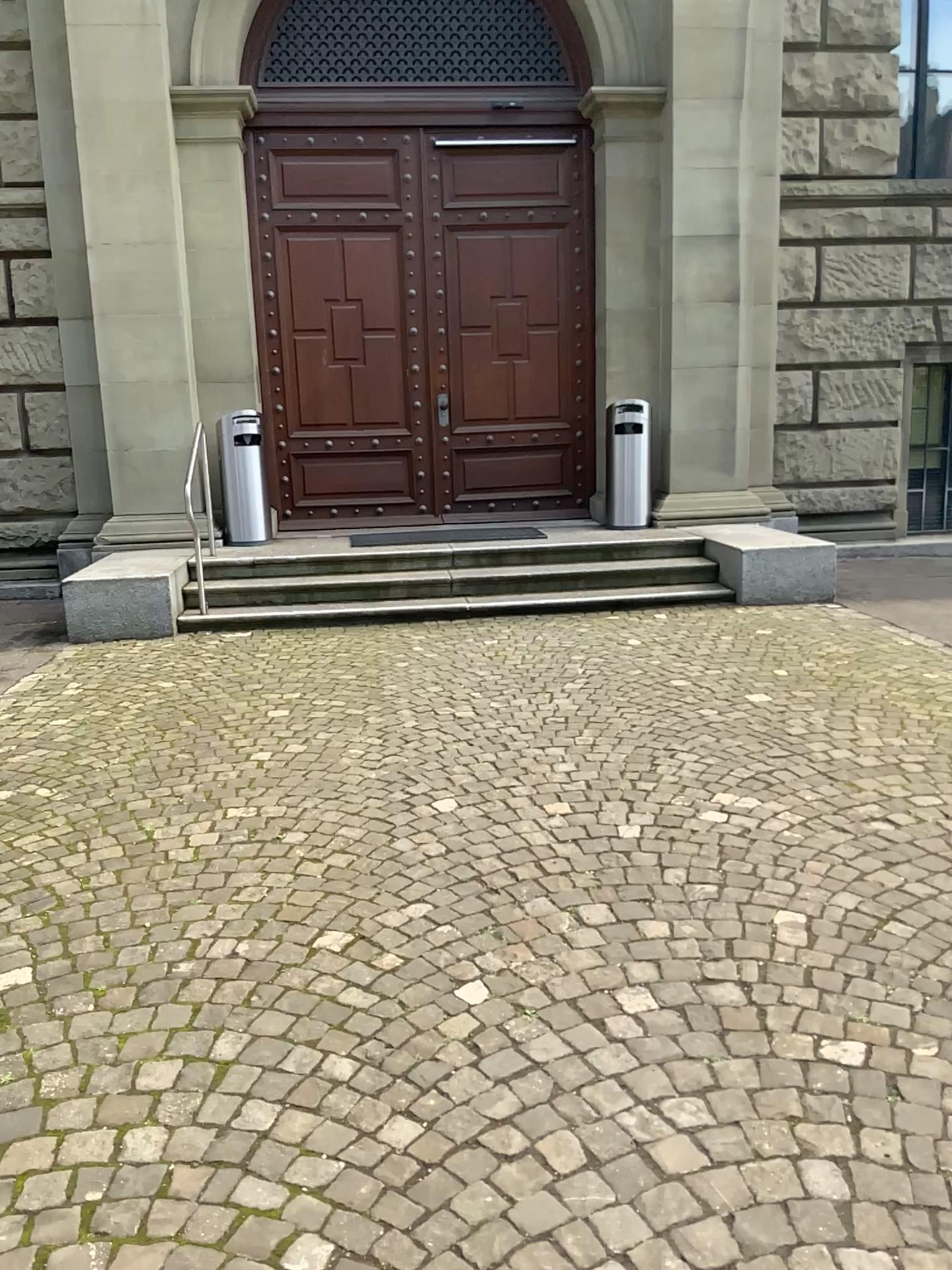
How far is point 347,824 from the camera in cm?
375
